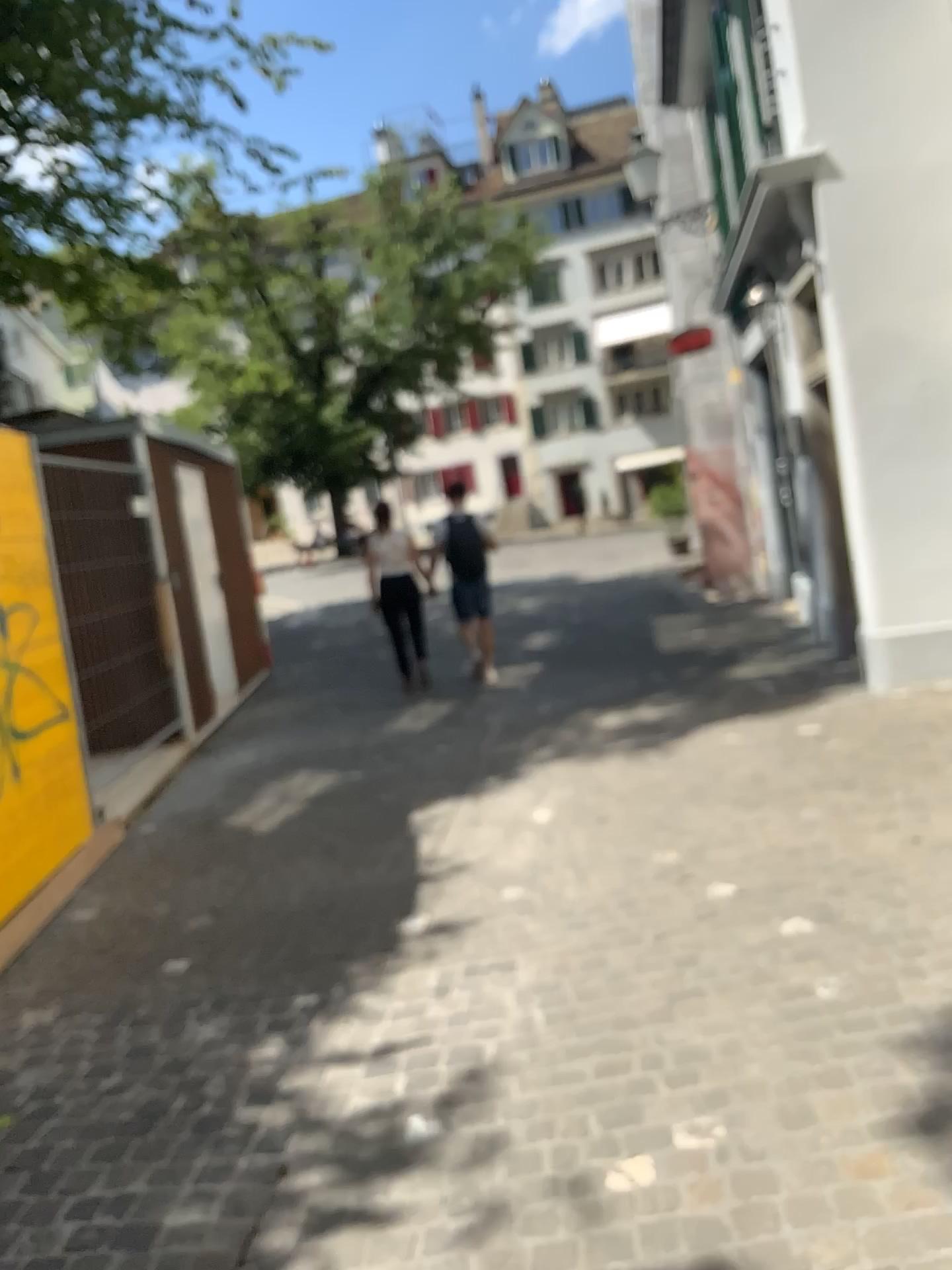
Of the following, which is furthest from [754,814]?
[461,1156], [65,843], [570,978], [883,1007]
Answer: [65,843]
